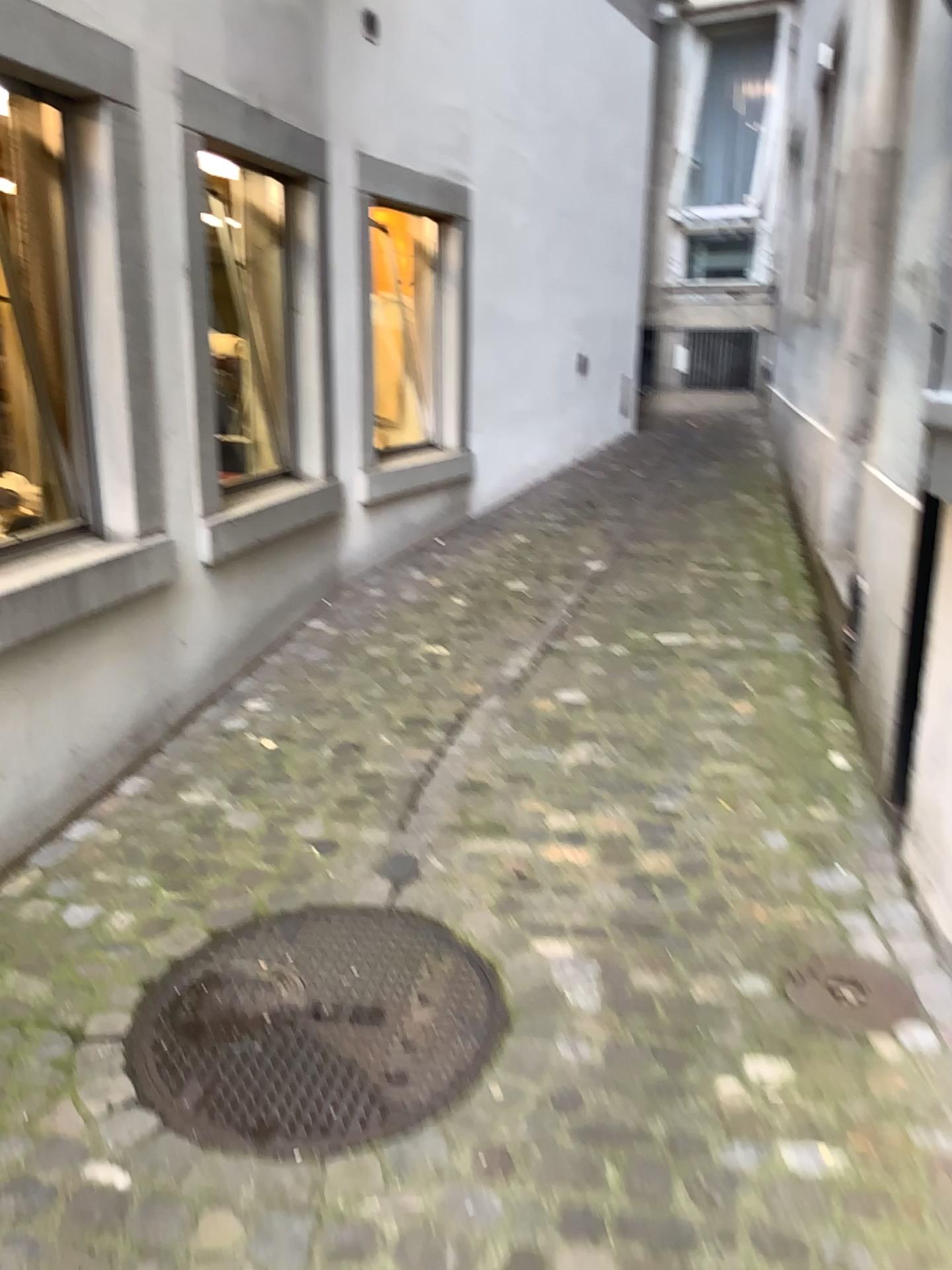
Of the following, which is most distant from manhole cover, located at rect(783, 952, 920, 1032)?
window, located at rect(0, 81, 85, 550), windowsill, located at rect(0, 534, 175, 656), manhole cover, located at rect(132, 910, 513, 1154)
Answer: window, located at rect(0, 81, 85, 550)

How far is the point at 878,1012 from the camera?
2.1 meters

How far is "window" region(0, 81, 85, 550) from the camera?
2.83m

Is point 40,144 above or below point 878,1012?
above

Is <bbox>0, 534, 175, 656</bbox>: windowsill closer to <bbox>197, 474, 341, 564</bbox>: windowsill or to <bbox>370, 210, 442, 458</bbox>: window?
<bbox>197, 474, 341, 564</bbox>: windowsill

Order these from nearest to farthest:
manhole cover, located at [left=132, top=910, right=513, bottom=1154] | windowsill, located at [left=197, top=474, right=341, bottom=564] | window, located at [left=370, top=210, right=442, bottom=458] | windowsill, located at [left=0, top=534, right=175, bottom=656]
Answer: manhole cover, located at [left=132, top=910, right=513, bottom=1154], windowsill, located at [left=0, top=534, right=175, bottom=656], windowsill, located at [left=197, top=474, right=341, bottom=564], window, located at [left=370, top=210, right=442, bottom=458]

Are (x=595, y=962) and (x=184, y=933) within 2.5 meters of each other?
yes

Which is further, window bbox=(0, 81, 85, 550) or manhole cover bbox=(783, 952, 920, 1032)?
window bbox=(0, 81, 85, 550)

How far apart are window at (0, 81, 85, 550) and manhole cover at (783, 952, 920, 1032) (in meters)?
2.33

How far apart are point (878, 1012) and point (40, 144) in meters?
3.0
